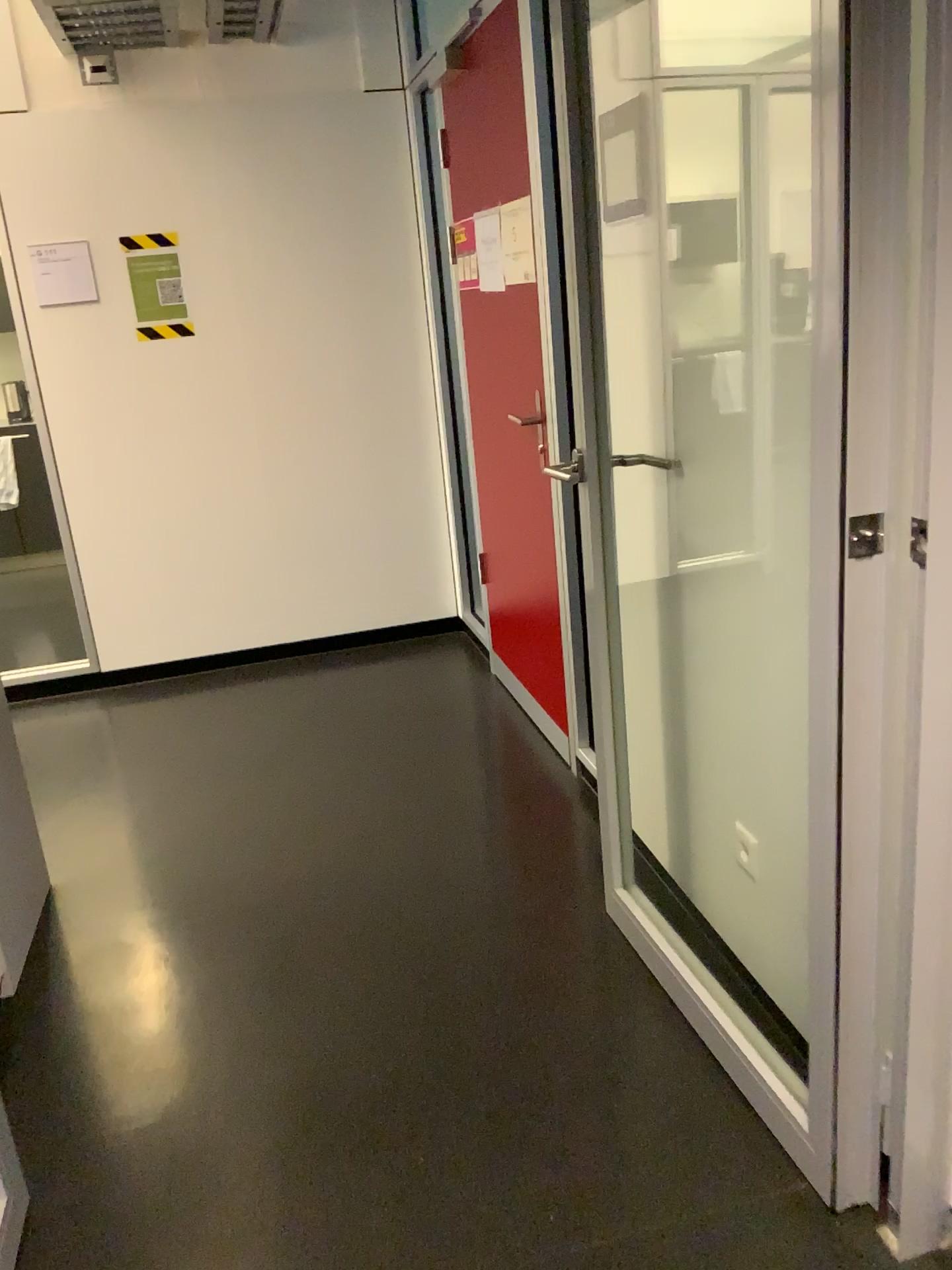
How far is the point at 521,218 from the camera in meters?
2.9

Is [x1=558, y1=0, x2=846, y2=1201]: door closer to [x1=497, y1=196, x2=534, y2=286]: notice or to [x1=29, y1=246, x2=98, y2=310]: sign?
[x1=497, y1=196, x2=534, y2=286]: notice

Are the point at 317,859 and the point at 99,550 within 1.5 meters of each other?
no

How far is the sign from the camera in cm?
384

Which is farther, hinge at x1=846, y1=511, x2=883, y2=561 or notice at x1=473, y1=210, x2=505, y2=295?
notice at x1=473, y1=210, x2=505, y2=295

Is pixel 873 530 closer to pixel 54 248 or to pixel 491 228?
pixel 491 228

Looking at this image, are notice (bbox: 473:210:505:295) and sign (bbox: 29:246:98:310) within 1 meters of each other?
no

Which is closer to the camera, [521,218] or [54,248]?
[521,218]

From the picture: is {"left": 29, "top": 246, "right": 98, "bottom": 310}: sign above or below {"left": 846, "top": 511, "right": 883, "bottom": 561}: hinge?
above

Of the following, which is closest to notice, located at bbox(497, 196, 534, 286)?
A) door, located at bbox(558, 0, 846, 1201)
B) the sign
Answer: door, located at bbox(558, 0, 846, 1201)
